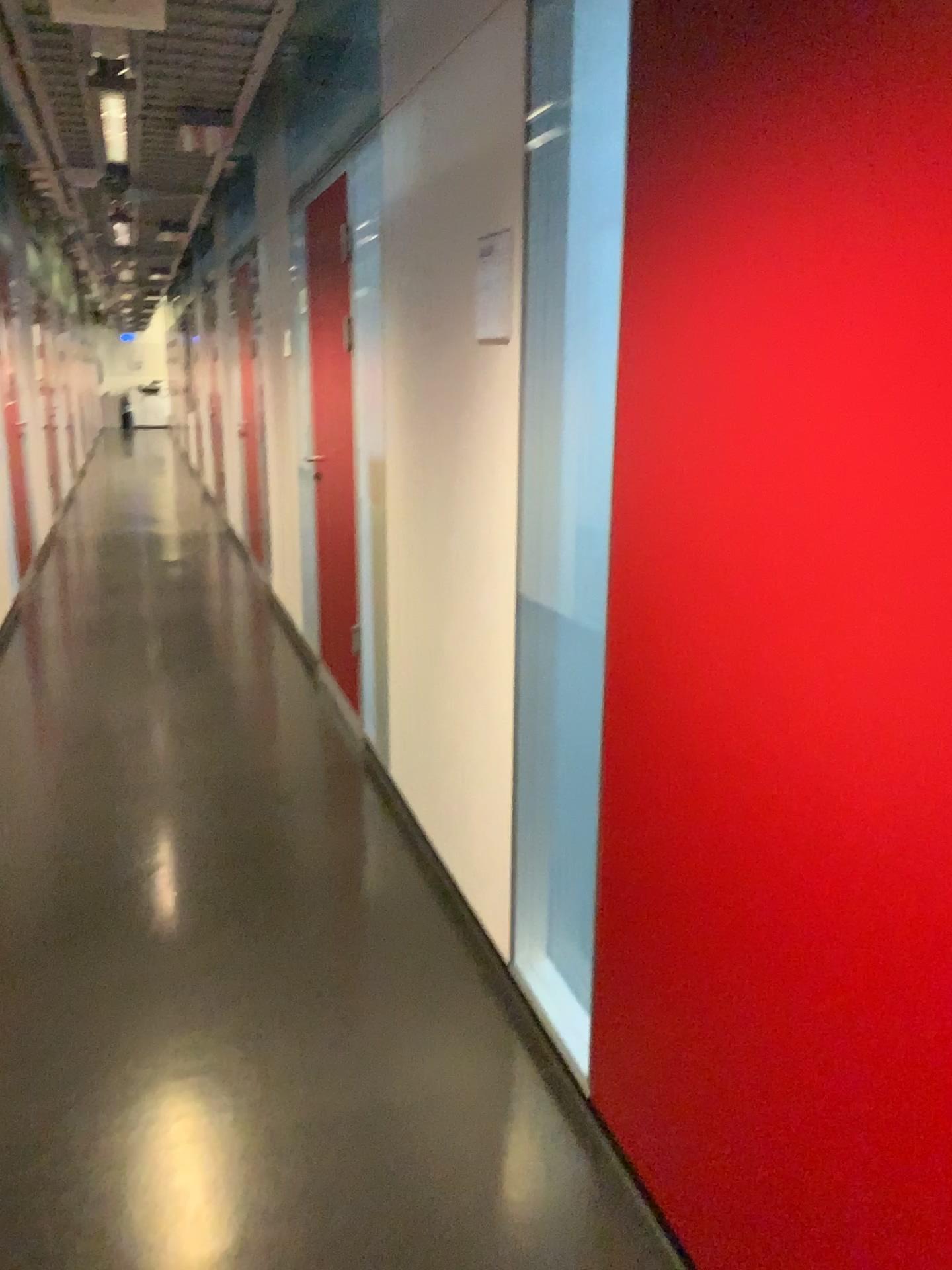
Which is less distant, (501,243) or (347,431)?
(501,243)

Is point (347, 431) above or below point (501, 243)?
below

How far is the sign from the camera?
2.2 meters

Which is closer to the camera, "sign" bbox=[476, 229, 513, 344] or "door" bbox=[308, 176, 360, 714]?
"sign" bbox=[476, 229, 513, 344]

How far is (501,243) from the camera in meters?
2.2 m

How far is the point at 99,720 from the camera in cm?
443
